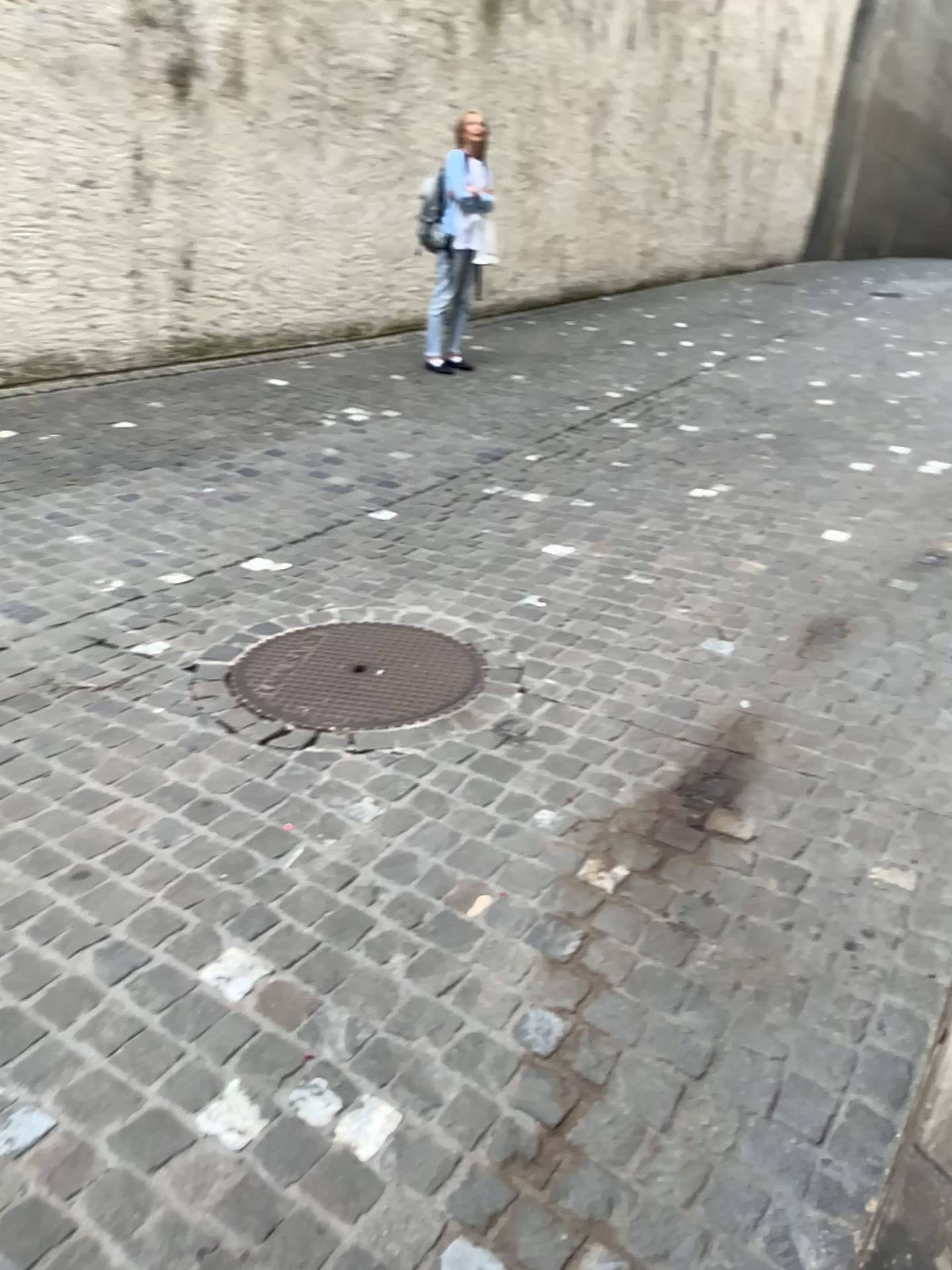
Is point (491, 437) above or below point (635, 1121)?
above
